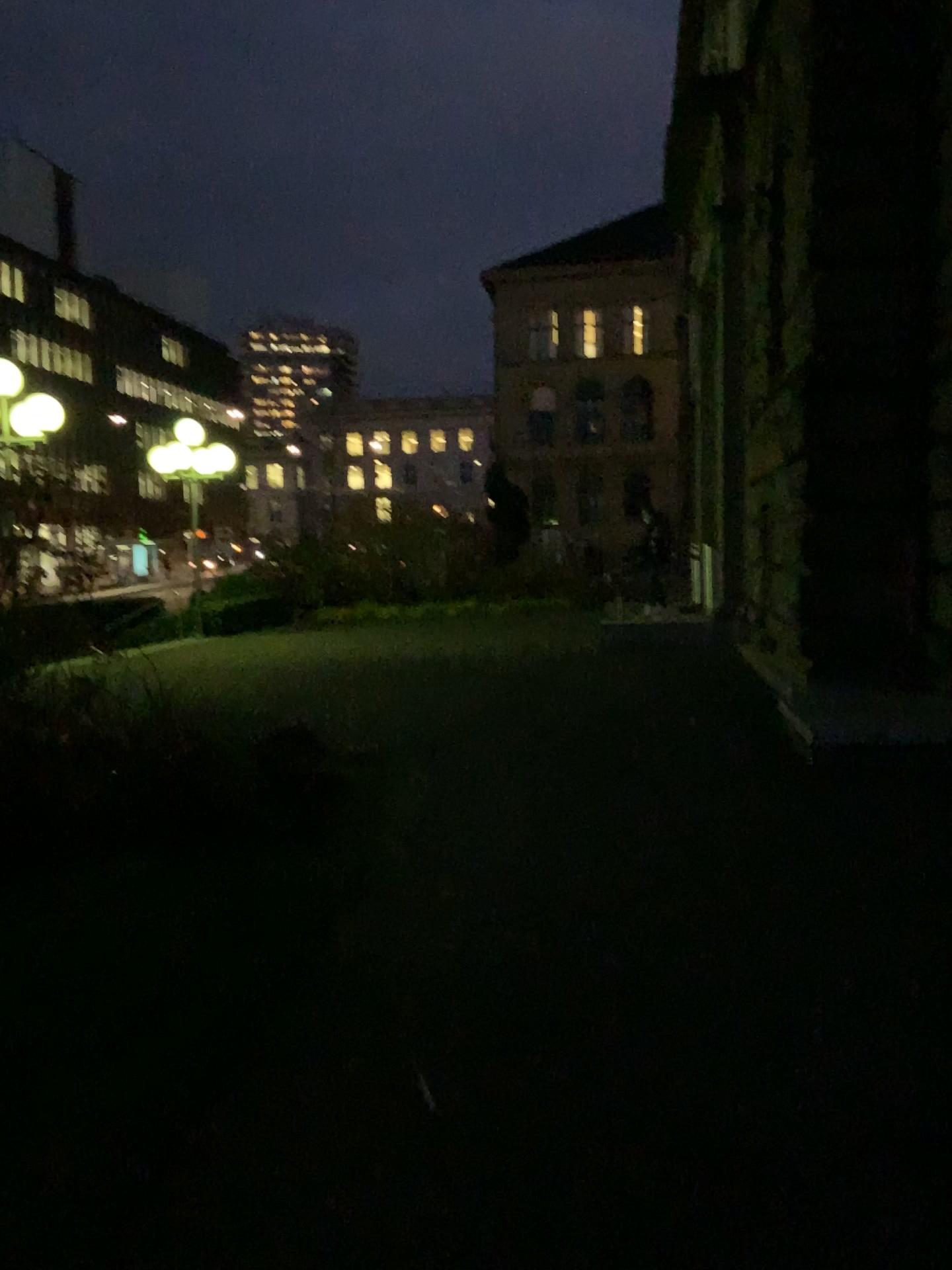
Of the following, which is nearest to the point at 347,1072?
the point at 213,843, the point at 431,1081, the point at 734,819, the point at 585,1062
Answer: the point at 431,1081
